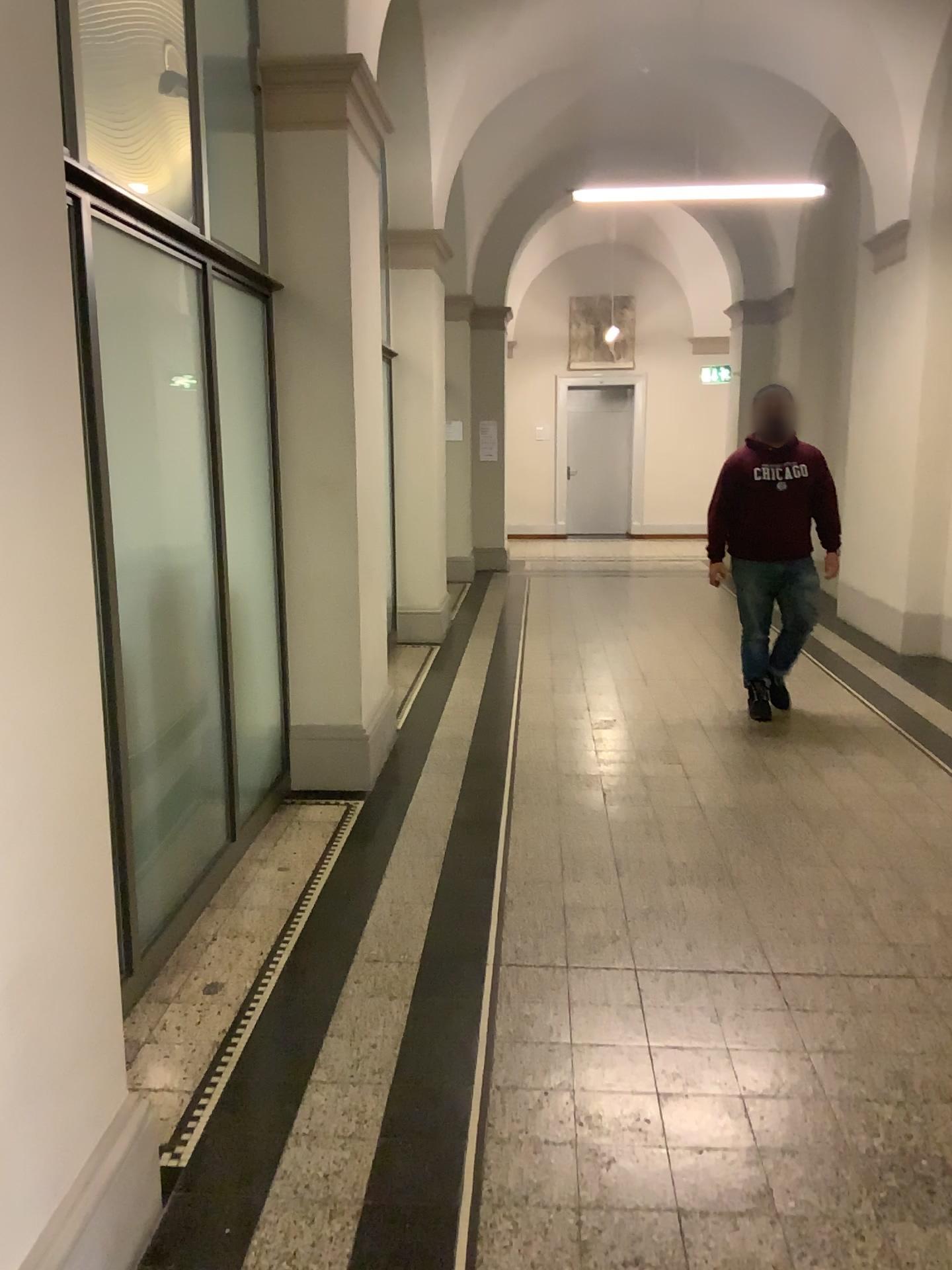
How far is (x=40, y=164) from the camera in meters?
1.6 m

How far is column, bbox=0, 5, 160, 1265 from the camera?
1.6 meters

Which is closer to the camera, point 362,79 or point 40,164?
point 40,164

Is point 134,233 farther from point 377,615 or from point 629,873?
point 629,873

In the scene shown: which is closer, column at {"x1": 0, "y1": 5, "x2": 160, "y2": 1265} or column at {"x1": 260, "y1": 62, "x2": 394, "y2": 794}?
column at {"x1": 0, "y1": 5, "x2": 160, "y2": 1265}

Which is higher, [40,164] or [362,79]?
[362,79]
